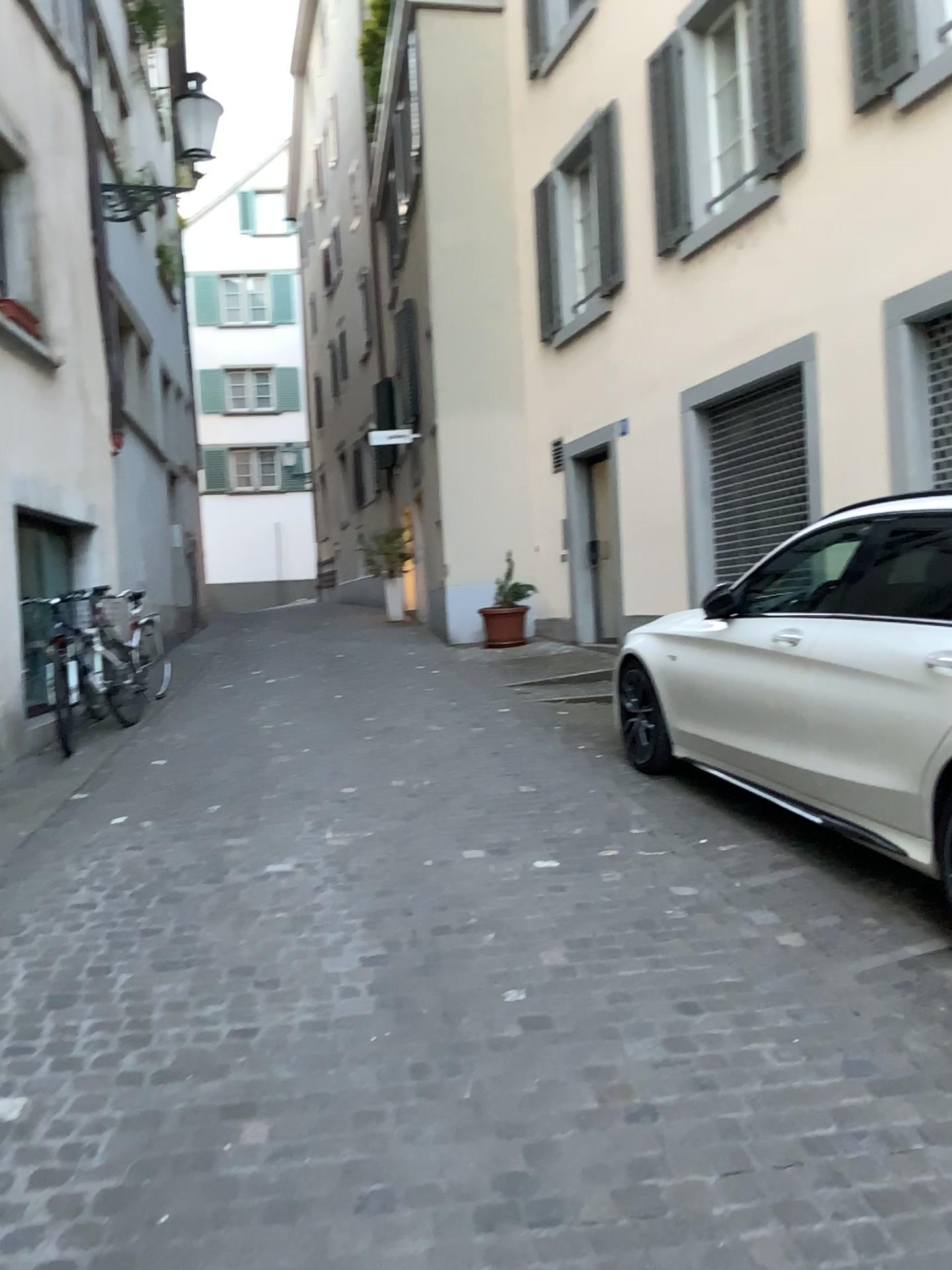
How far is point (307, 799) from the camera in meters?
5.4
